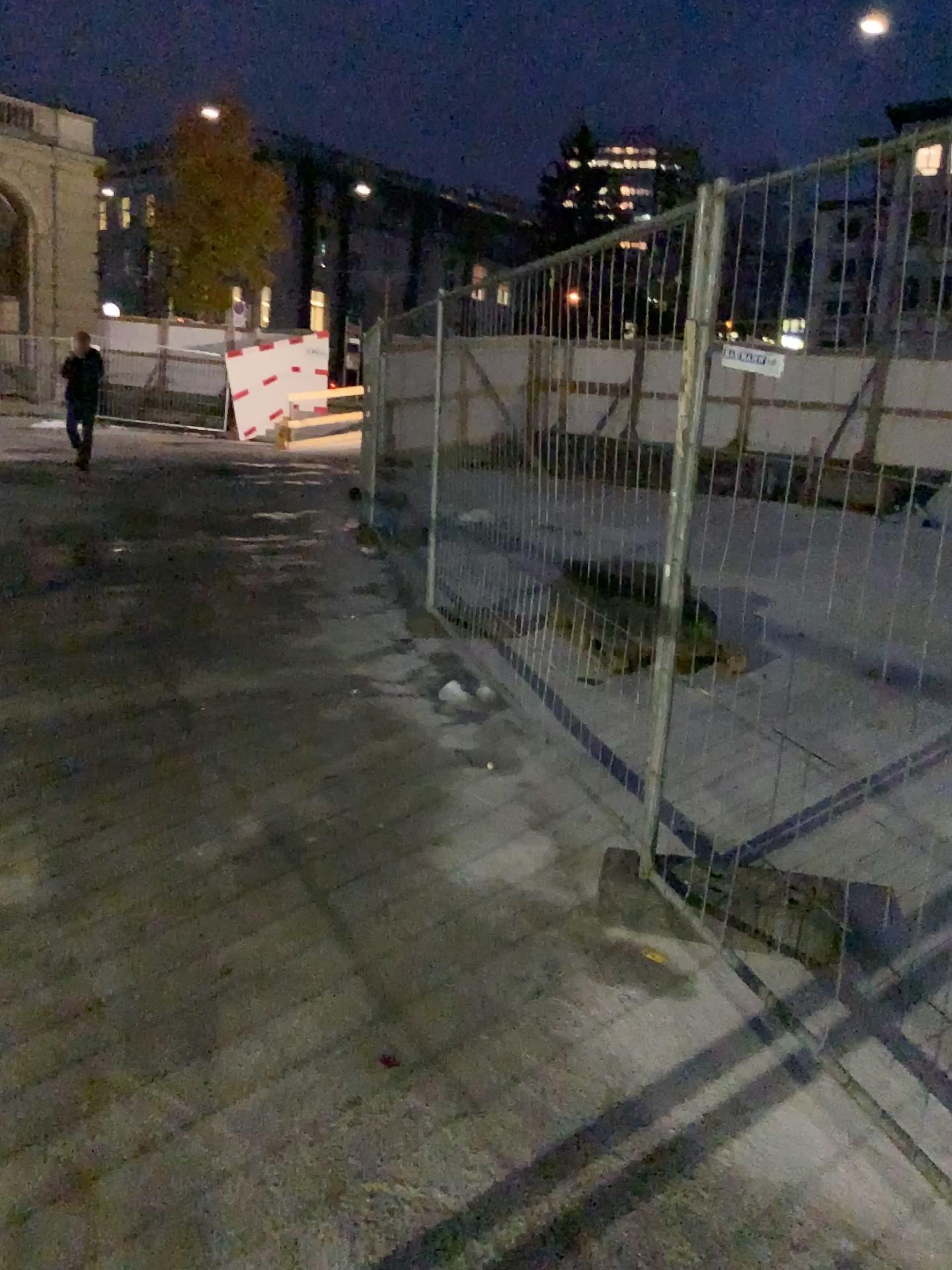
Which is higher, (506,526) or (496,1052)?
(506,526)
